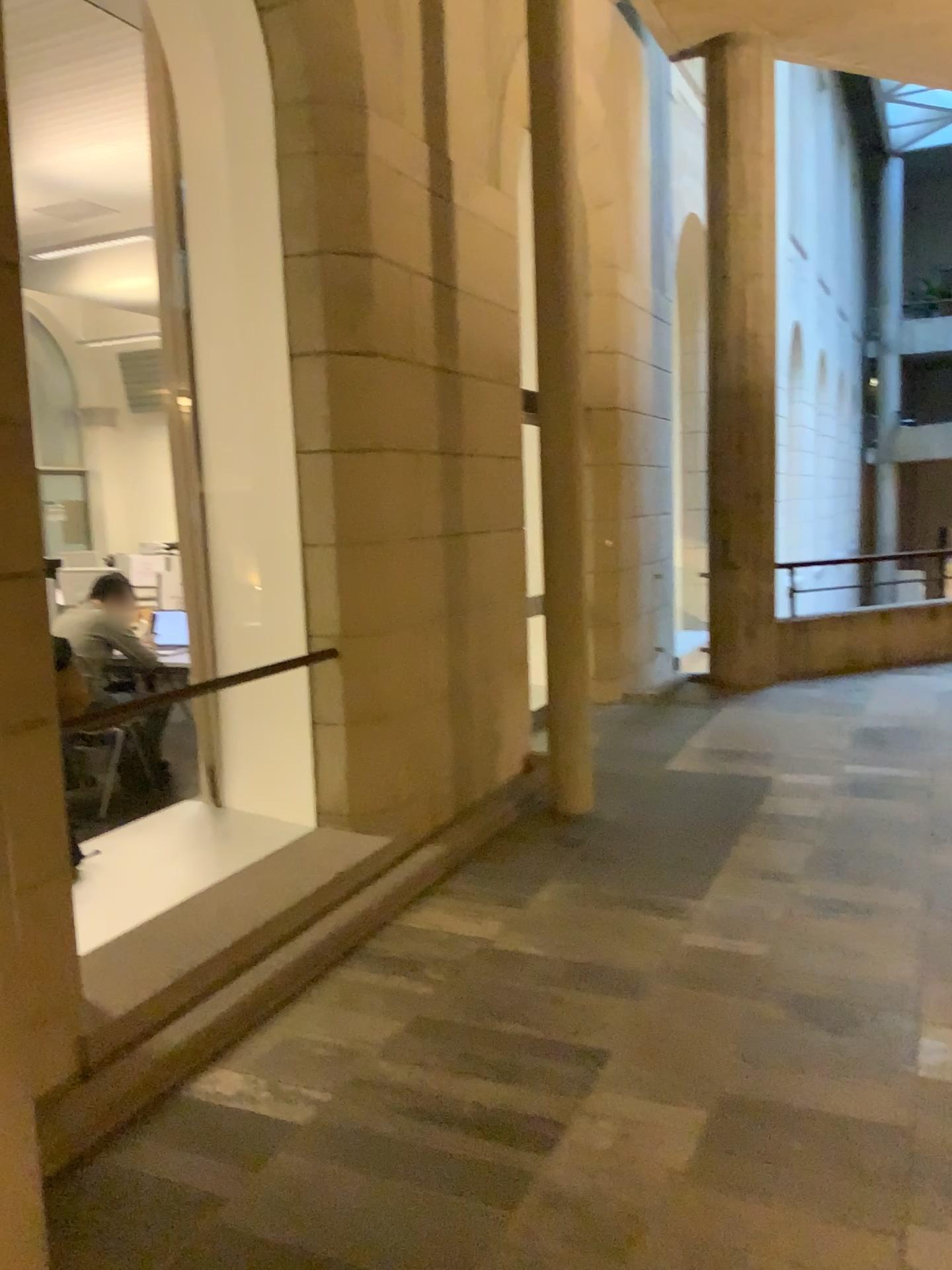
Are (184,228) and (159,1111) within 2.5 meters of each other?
no
